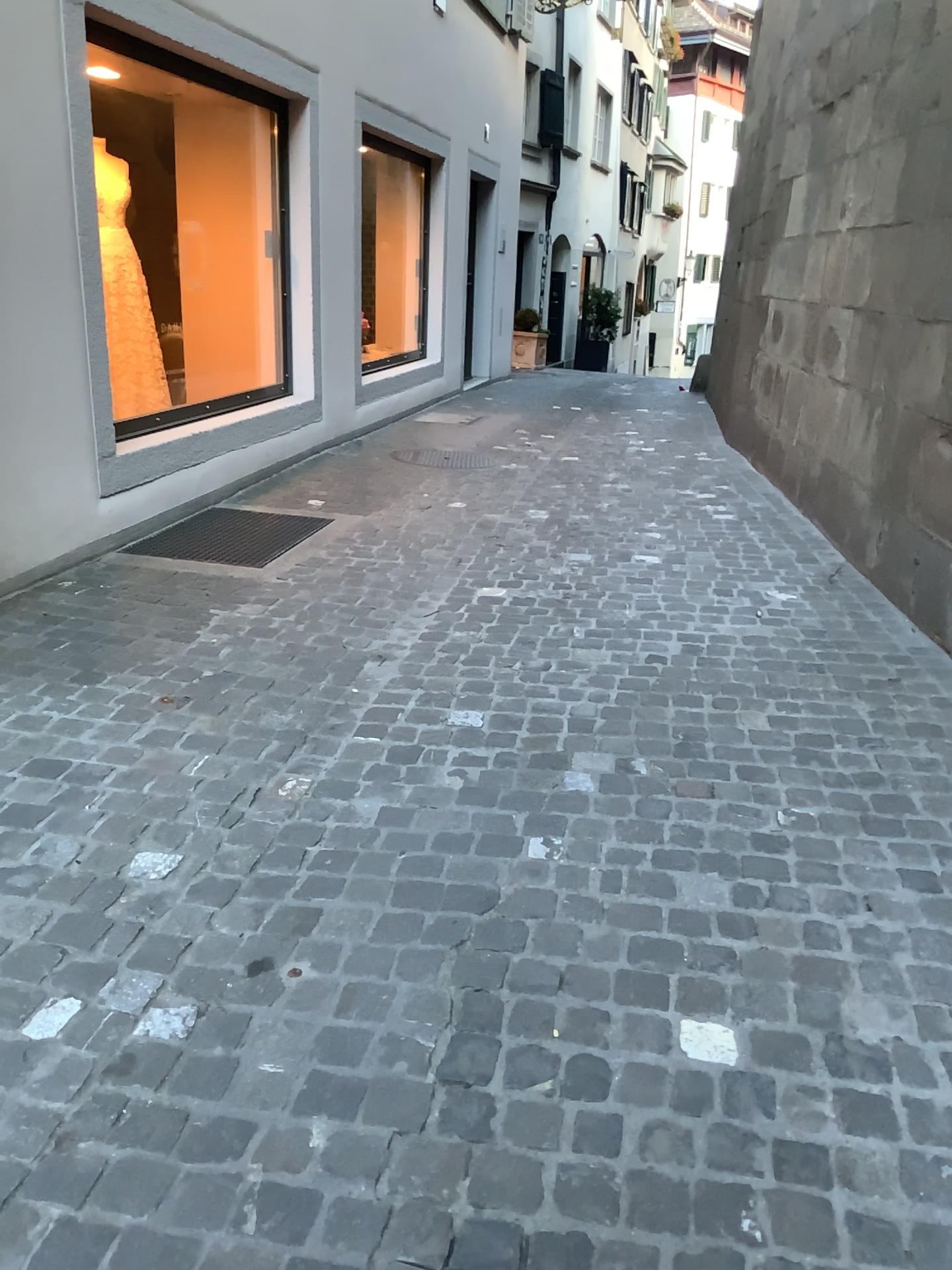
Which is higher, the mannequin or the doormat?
the mannequin

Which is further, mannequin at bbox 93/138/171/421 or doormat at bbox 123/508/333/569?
doormat at bbox 123/508/333/569

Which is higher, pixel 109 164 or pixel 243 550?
pixel 109 164

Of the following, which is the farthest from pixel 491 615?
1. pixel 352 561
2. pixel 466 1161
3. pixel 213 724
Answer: pixel 466 1161
